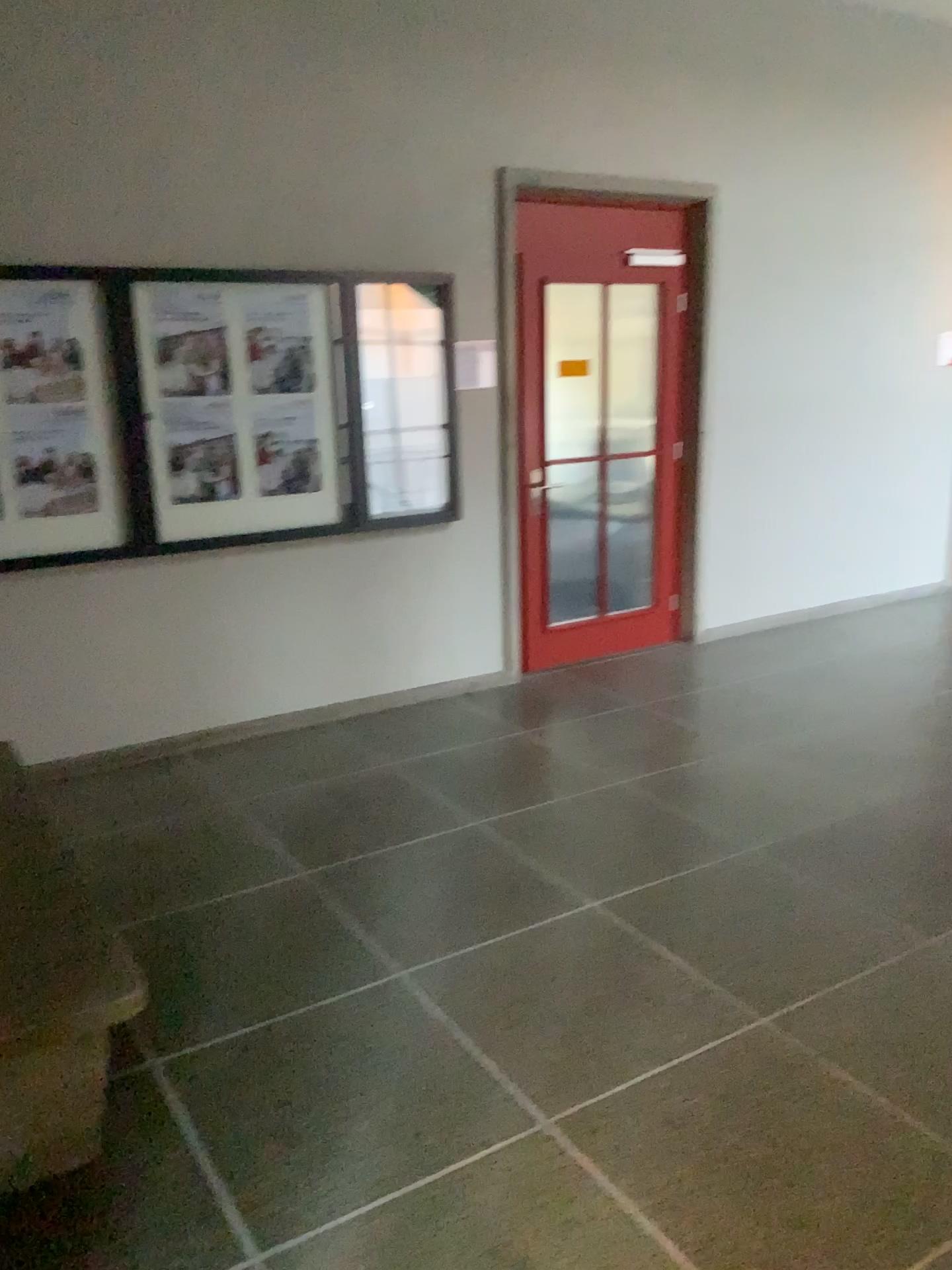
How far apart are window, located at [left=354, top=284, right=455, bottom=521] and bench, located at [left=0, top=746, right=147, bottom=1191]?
2.82m

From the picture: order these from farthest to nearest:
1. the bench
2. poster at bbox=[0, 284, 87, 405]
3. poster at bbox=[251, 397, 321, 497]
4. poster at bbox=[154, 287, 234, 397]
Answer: poster at bbox=[251, 397, 321, 497] < poster at bbox=[154, 287, 234, 397] < poster at bbox=[0, 284, 87, 405] < the bench

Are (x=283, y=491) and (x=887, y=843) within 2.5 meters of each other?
no

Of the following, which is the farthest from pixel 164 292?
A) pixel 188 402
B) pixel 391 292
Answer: pixel 391 292

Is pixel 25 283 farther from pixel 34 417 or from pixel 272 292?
pixel 272 292

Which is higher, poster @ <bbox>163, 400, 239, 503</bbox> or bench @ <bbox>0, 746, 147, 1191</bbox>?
poster @ <bbox>163, 400, 239, 503</bbox>

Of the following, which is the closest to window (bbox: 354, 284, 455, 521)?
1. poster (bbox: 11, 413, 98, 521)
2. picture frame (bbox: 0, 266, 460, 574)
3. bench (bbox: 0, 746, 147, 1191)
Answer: picture frame (bbox: 0, 266, 460, 574)

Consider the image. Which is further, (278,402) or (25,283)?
(278,402)

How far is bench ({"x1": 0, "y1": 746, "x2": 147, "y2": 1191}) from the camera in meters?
2.1

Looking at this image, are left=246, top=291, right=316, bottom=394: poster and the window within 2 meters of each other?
yes
